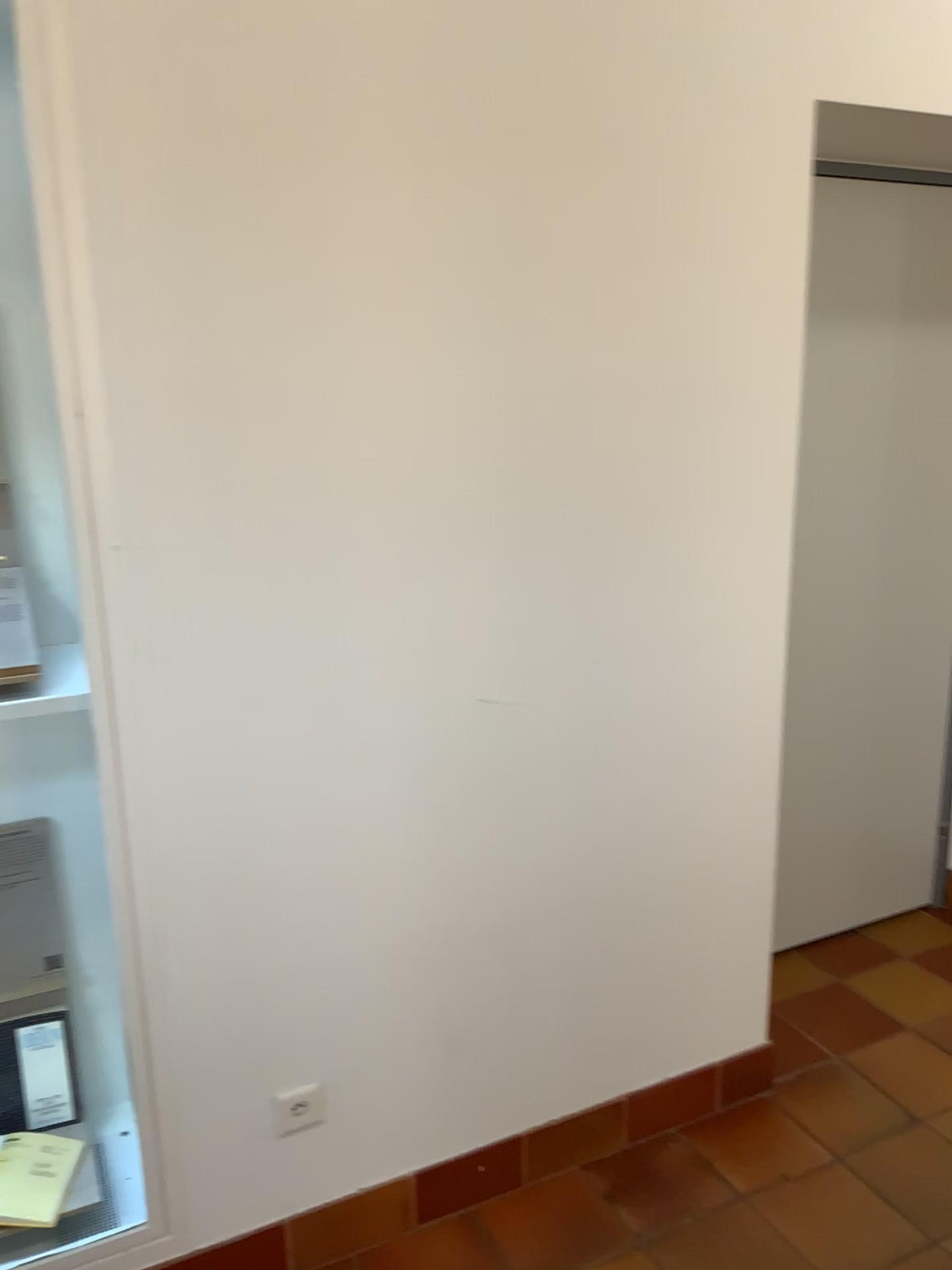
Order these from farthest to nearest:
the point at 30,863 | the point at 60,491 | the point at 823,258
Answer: the point at 823,258 < the point at 30,863 < the point at 60,491

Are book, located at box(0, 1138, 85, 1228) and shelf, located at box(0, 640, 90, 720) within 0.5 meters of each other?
no

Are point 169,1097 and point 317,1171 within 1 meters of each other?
yes

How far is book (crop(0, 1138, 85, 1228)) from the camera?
1.8 meters

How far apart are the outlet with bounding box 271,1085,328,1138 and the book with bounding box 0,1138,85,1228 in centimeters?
38cm

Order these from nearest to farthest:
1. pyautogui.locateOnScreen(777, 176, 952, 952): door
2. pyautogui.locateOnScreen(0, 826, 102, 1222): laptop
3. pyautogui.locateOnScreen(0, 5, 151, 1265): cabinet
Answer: pyautogui.locateOnScreen(0, 5, 151, 1265): cabinet < pyautogui.locateOnScreen(0, 826, 102, 1222): laptop < pyautogui.locateOnScreen(777, 176, 952, 952): door

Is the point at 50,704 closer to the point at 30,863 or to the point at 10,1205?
the point at 30,863

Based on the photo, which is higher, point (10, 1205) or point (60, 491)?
point (60, 491)

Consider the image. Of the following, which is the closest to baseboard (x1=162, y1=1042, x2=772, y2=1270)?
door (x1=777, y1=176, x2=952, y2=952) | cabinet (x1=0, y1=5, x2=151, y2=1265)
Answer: cabinet (x1=0, y1=5, x2=151, y2=1265)

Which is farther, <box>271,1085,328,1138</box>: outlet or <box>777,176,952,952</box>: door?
<box>777,176,952,952</box>: door
